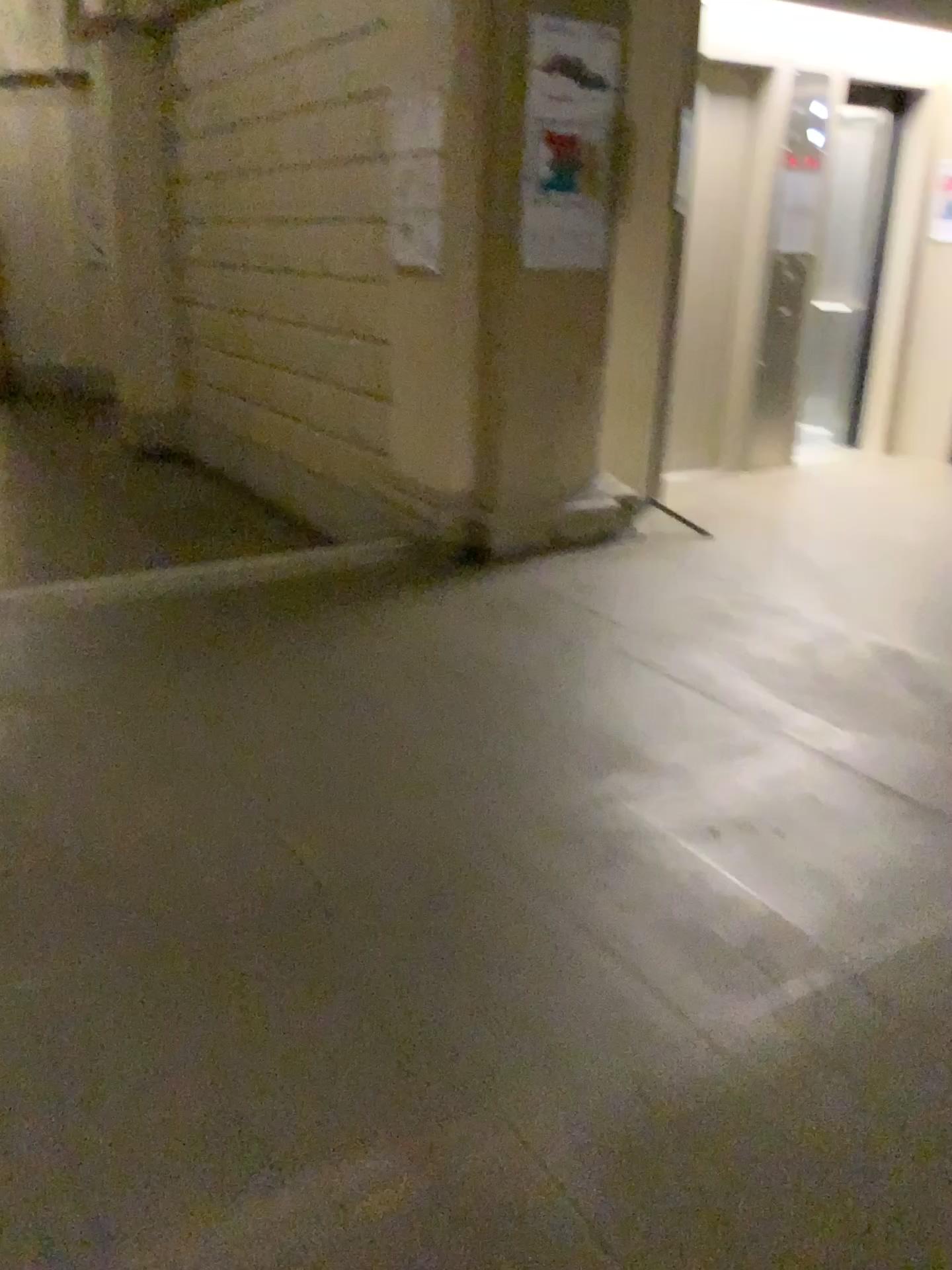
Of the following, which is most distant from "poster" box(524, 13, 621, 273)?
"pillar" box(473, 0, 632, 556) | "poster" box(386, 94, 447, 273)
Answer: "poster" box(386, 94, 447, 273)

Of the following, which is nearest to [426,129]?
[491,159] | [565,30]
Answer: [491,159]

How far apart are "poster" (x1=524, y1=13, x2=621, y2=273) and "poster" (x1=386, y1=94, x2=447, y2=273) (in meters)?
0.42

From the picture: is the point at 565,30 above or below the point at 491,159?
above

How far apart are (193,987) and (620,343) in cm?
386

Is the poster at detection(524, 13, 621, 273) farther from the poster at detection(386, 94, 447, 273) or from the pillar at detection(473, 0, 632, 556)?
the poster at detection(386, 94, 447, 273)

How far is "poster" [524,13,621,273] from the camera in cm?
413

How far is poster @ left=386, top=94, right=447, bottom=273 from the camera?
4.38m

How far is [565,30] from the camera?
4.13m
